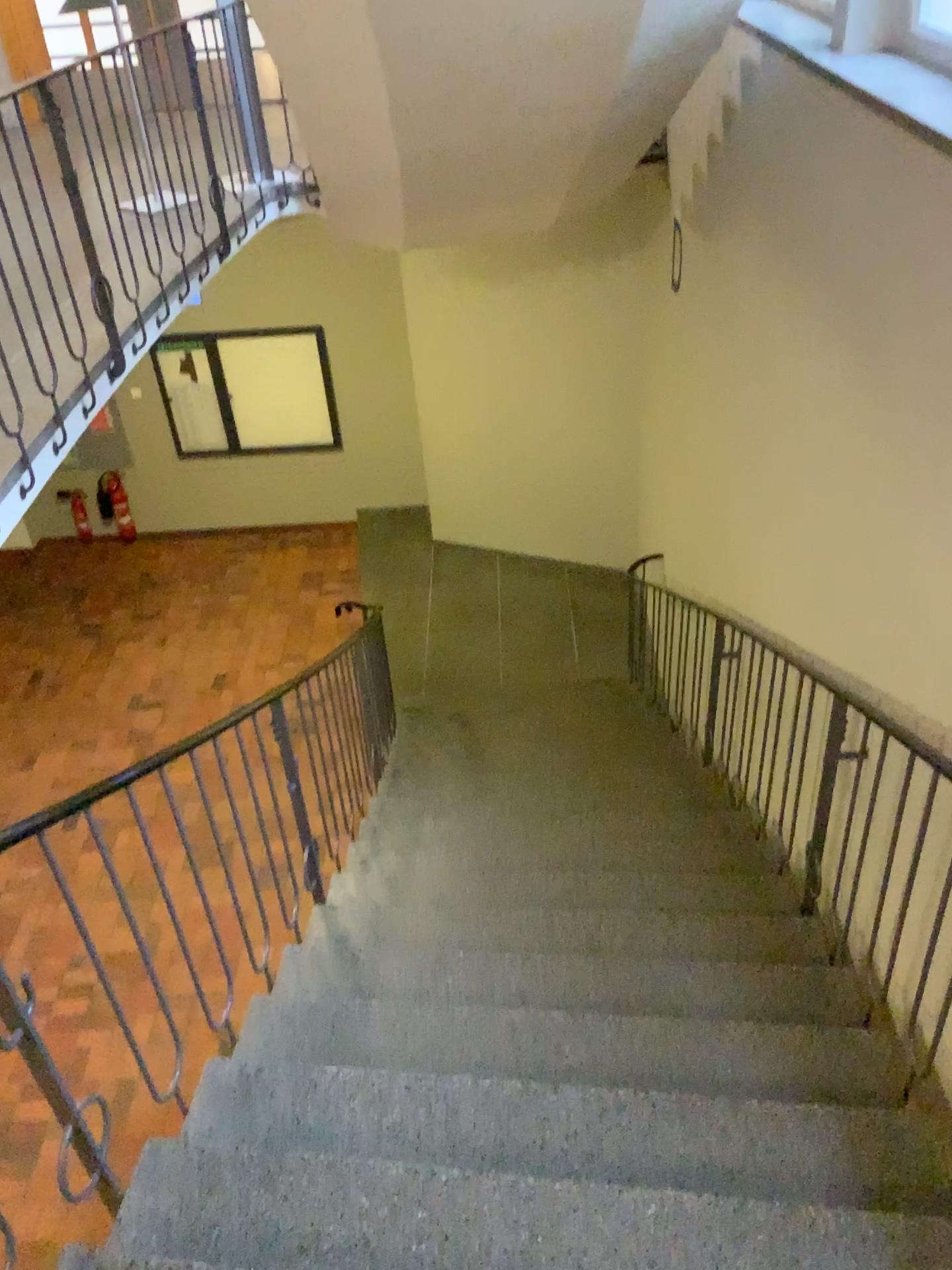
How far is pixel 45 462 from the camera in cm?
337
